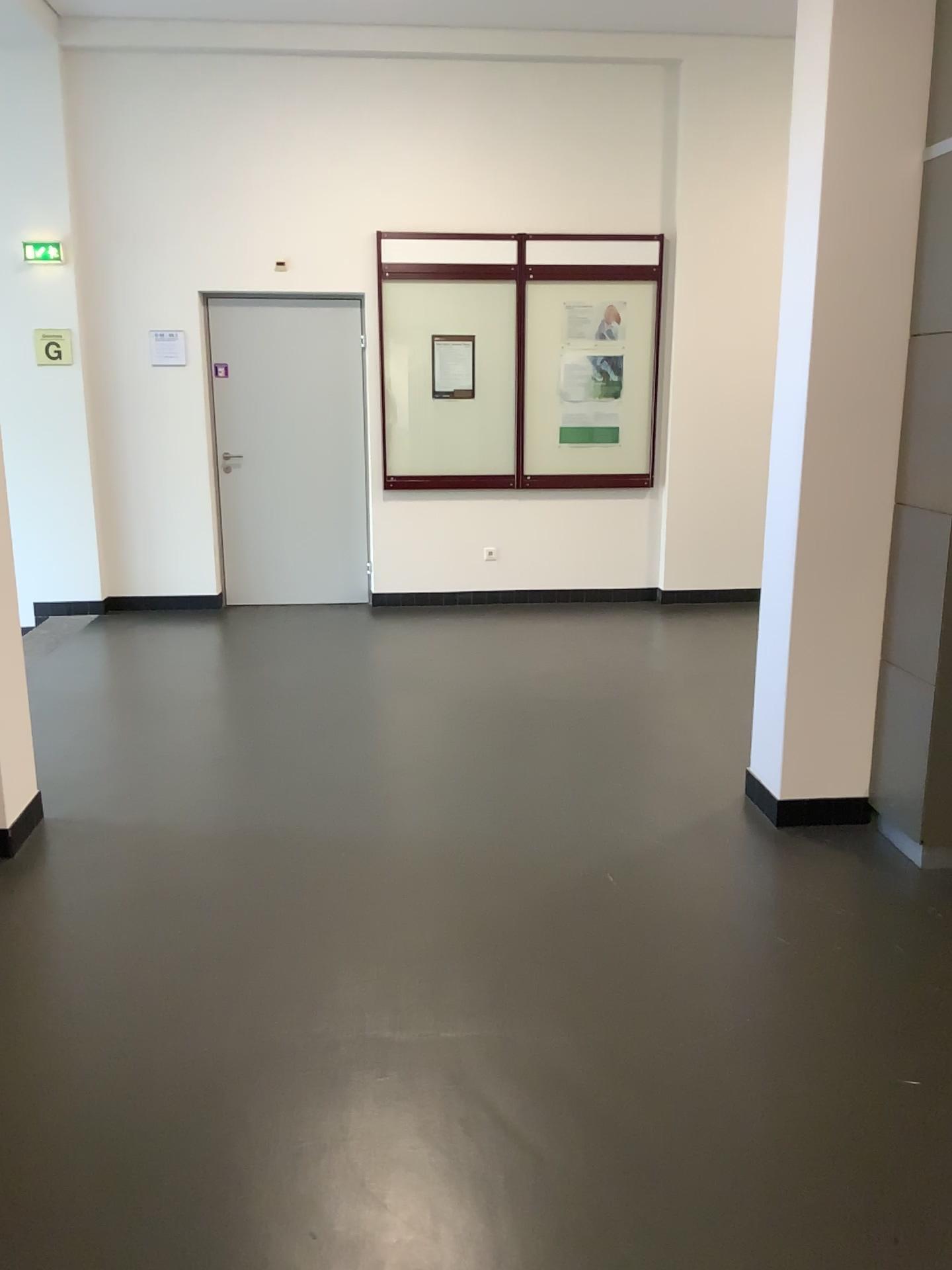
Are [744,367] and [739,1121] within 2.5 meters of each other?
no

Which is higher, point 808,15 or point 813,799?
point 808,15

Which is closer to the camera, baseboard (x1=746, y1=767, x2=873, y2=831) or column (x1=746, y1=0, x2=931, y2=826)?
column (x1=746, y1=0, x2=931, y2=826)

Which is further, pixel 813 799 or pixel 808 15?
pixel 813 799
